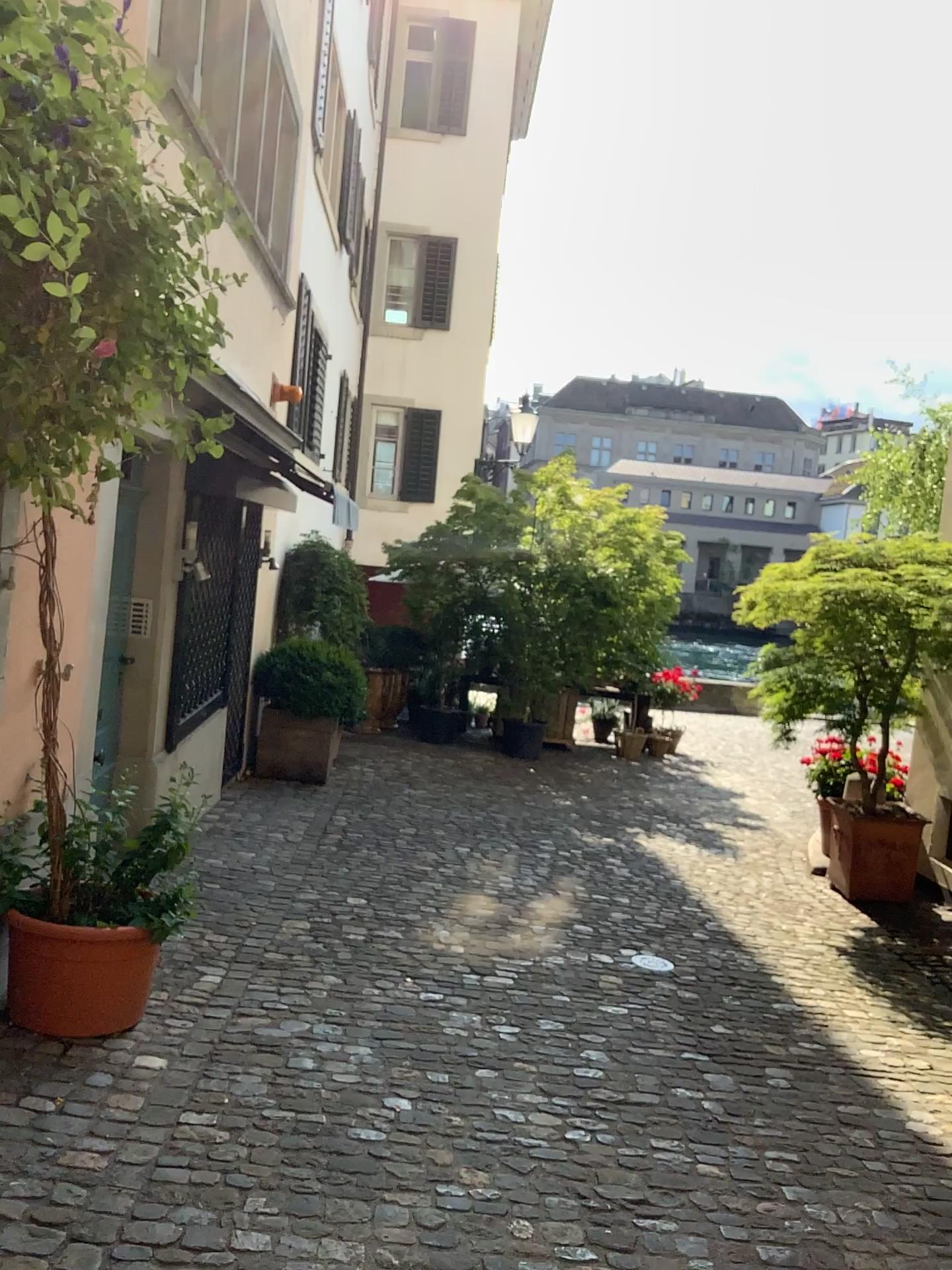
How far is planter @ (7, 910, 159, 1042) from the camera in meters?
3.2 m

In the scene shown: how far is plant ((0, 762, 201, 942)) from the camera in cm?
343

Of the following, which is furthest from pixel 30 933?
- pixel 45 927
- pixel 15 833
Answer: pixel 15 833

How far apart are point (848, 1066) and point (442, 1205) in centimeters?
185cm

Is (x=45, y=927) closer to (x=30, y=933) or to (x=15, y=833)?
(x=30, y=933)

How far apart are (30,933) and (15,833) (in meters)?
0.35
